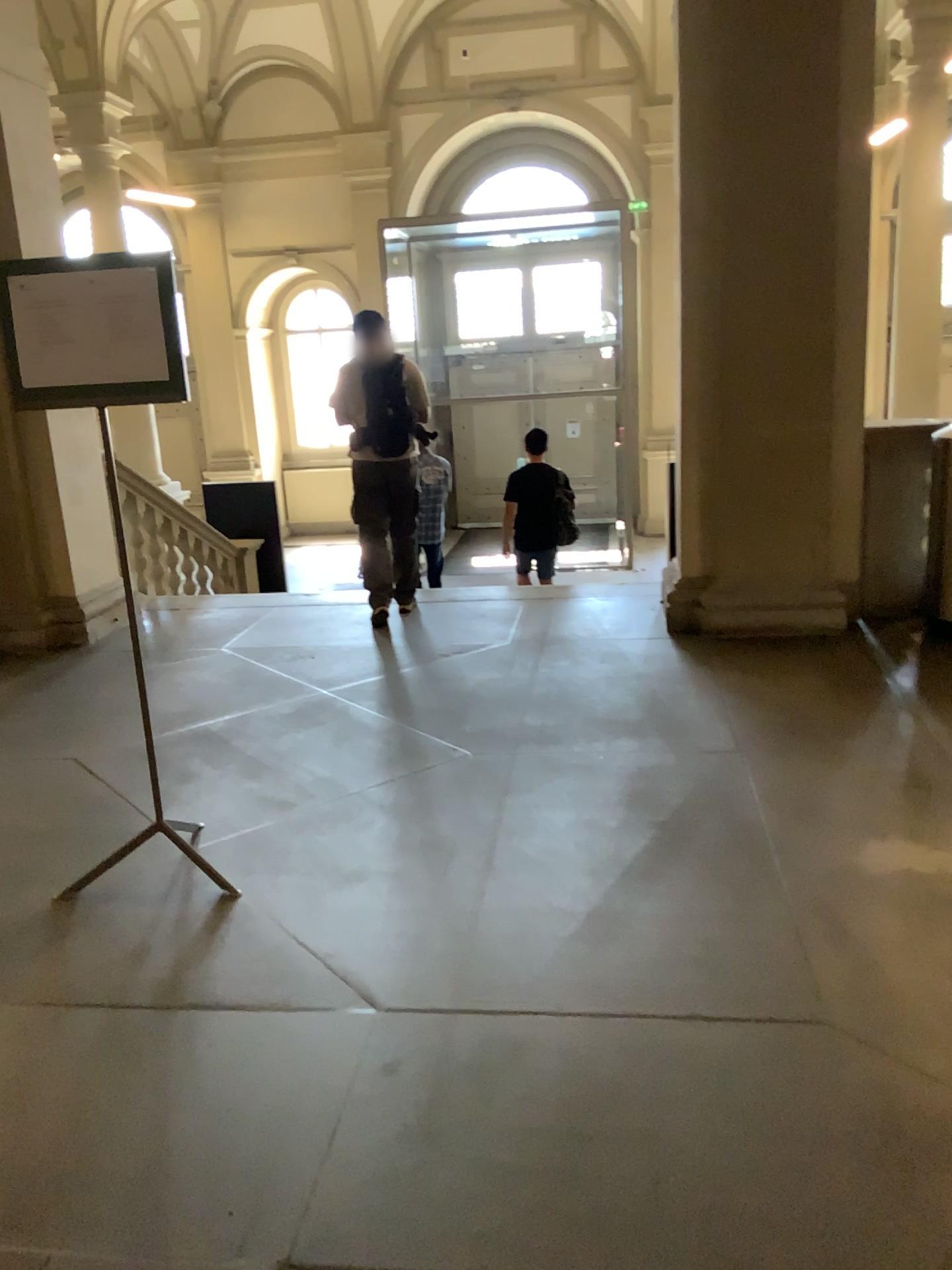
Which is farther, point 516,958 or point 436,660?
point 436,660
